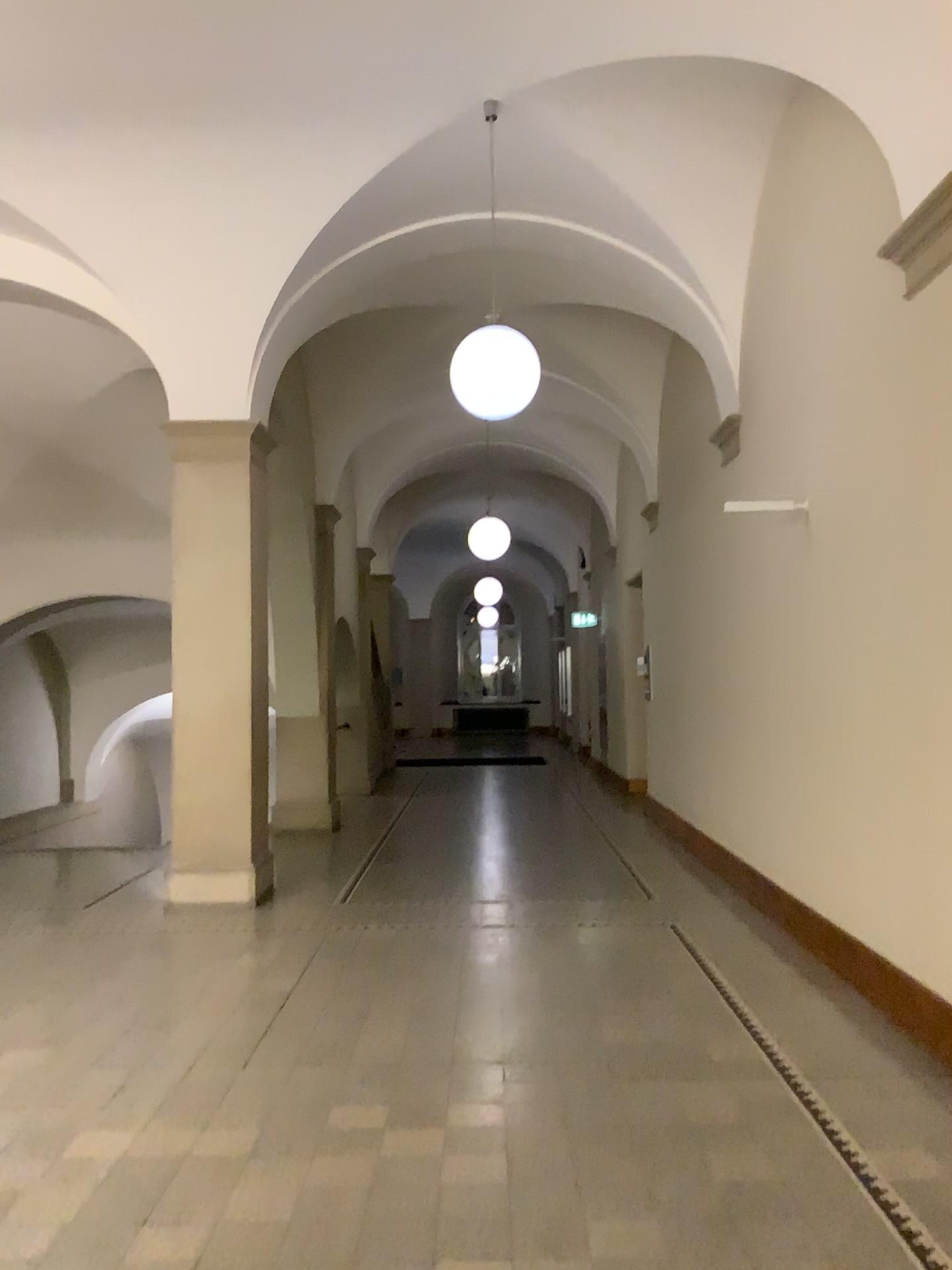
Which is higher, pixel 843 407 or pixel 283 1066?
pixel 843 407
